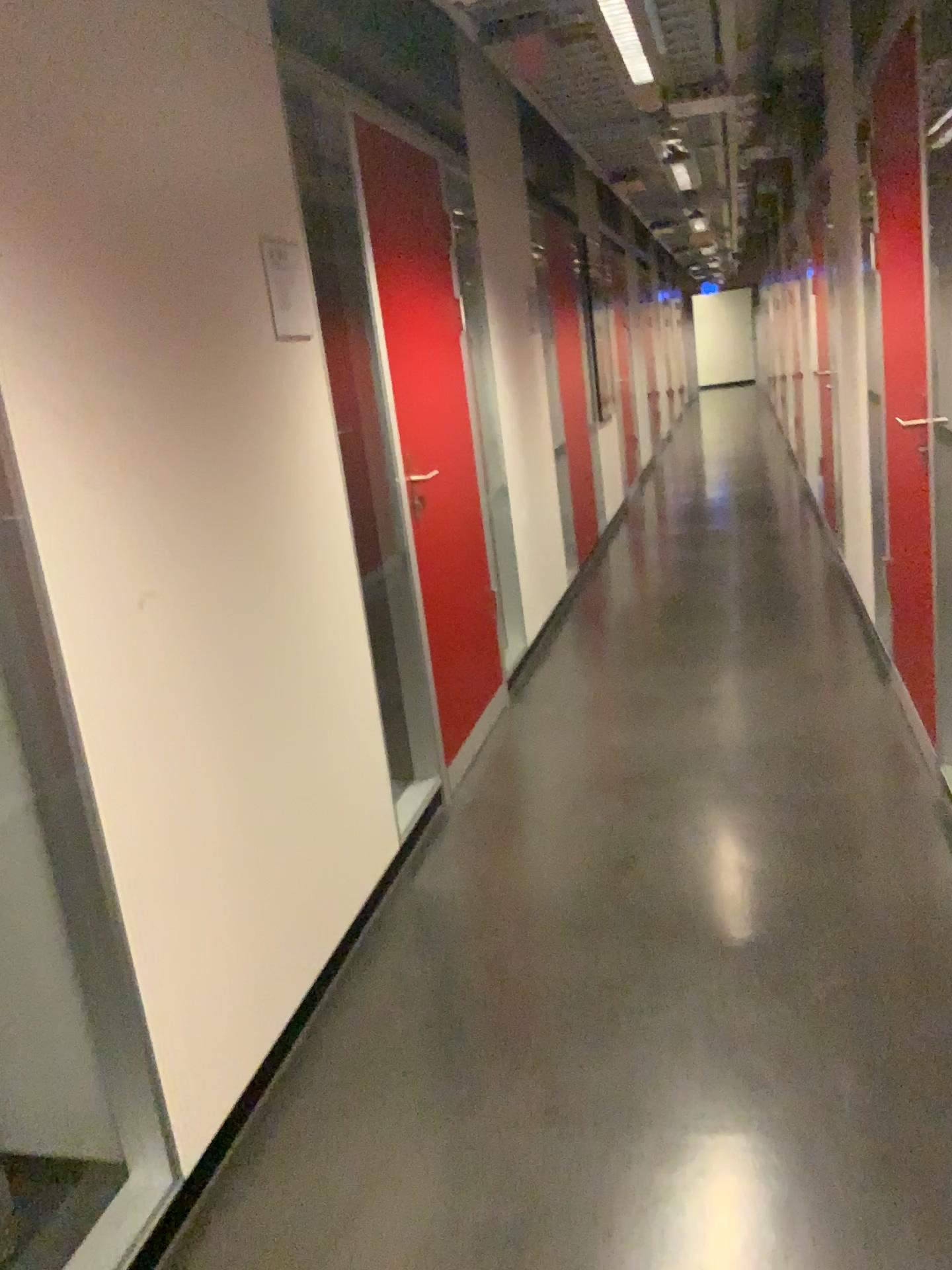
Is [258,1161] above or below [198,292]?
below

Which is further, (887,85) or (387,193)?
(387,193)

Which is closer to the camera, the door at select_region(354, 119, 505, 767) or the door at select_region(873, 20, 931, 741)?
the door at select_region(873, 20, 931, 741)
